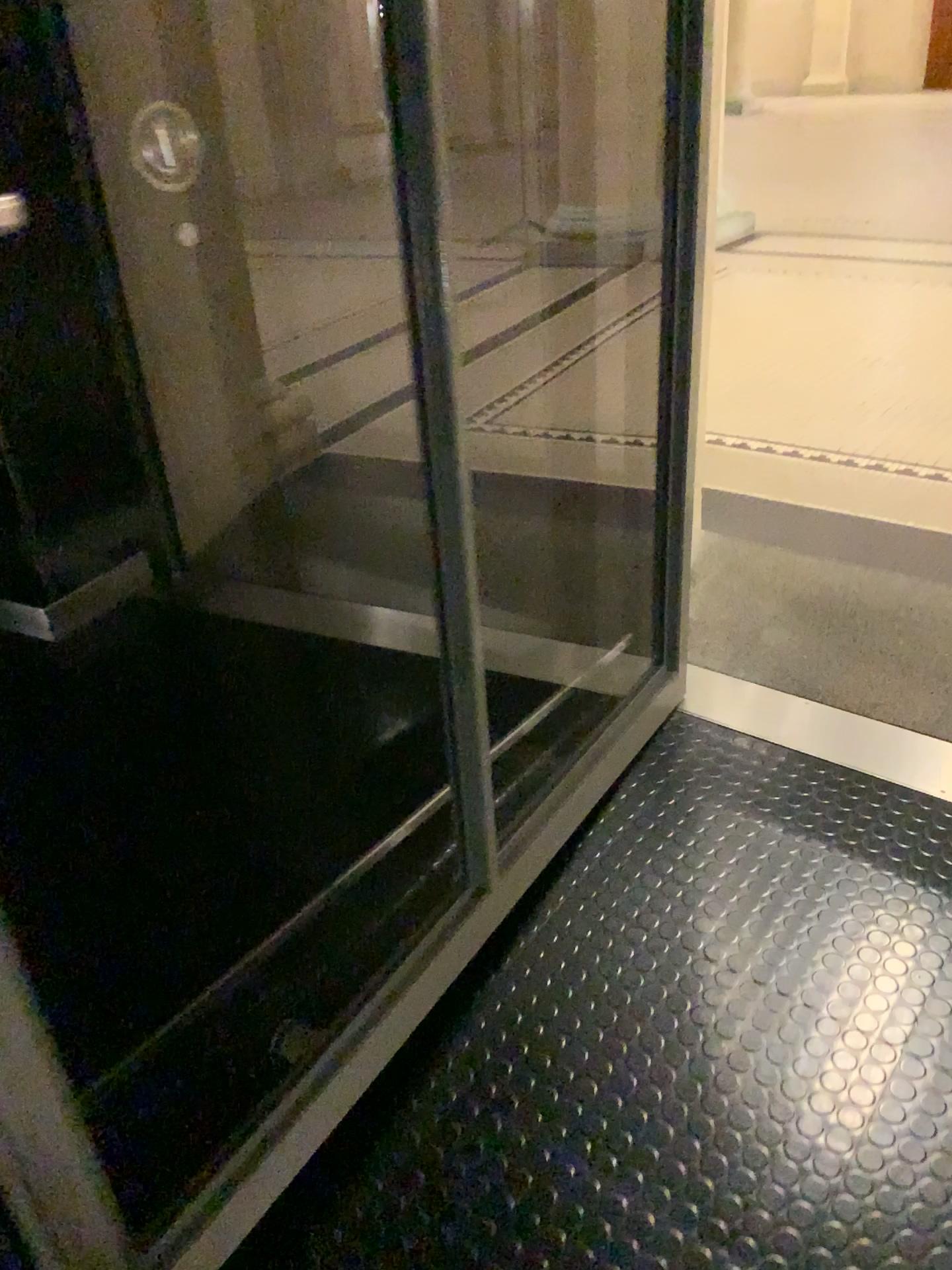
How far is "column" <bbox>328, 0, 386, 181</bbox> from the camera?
1.09m

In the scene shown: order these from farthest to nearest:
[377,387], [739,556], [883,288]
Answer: [883,288], [739,556], [377,387]

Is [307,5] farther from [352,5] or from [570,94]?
[570,94]

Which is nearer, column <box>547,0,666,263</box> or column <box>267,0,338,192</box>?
column <box>267,0,338,192</box>

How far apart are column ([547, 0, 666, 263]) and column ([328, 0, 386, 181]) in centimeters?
39cm

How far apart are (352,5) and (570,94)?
0.5 meters

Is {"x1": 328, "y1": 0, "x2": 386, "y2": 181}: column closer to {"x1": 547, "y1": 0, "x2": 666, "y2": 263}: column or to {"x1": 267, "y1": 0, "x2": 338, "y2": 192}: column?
{"x1": 267, "y1": 0, "x2": 338, "y2": 192}: column

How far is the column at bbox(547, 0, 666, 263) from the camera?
1.5 meters

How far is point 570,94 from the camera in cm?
148

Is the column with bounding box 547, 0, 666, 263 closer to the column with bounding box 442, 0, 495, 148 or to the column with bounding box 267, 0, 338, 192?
the column with bounding box 442, 0, 495, 148
